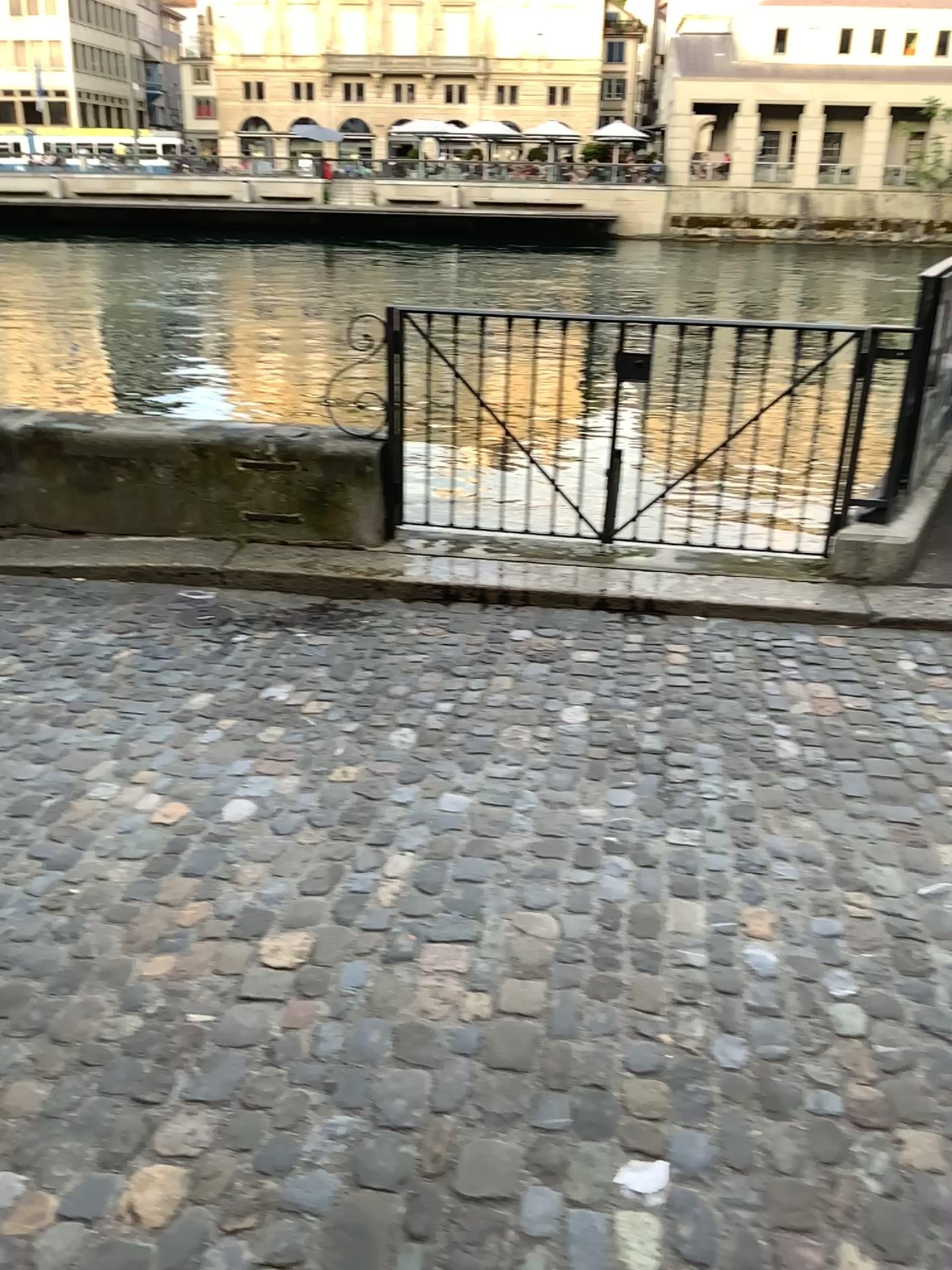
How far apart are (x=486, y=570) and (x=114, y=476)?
1.8m
